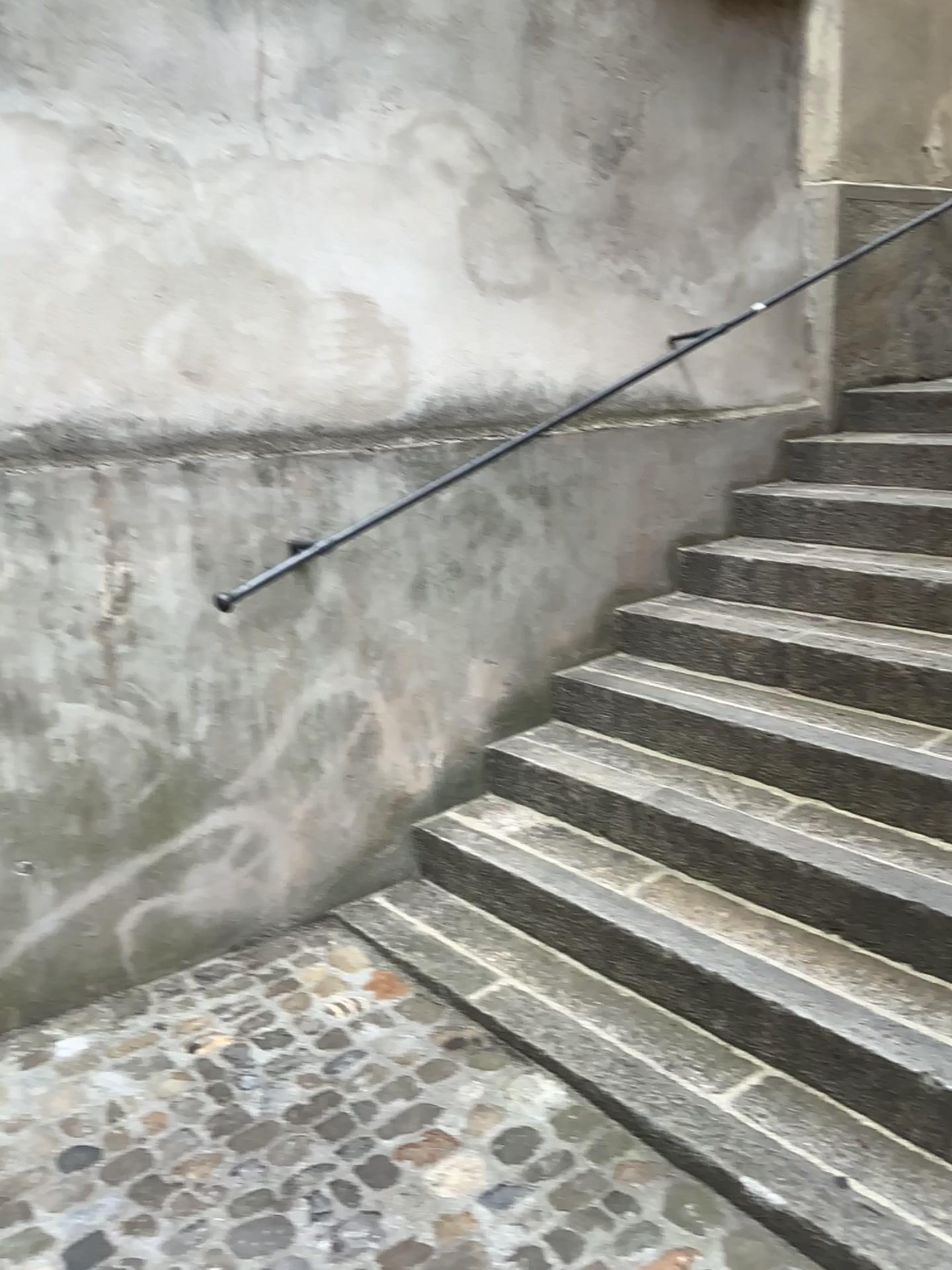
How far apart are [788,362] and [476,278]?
1.5m
